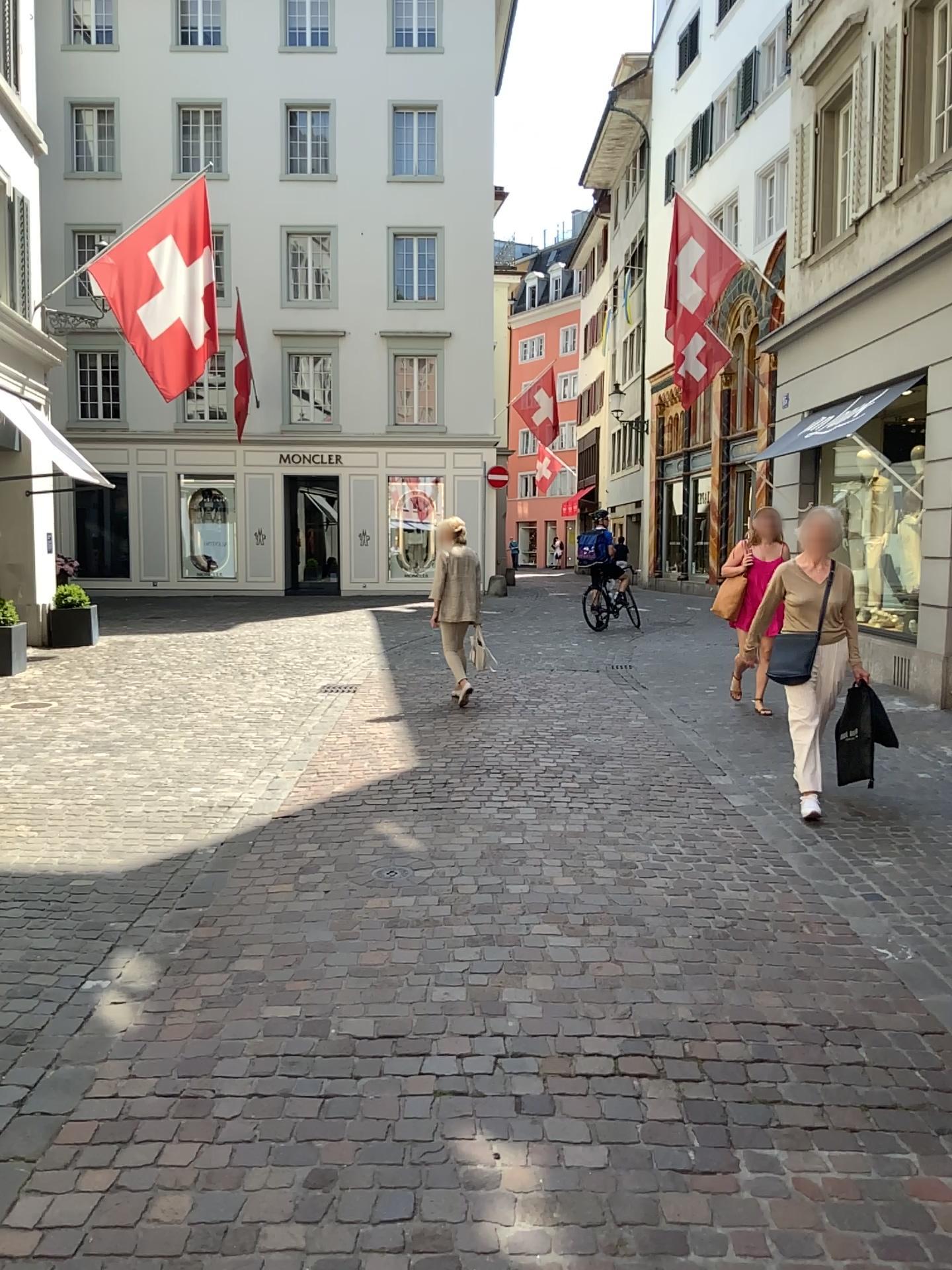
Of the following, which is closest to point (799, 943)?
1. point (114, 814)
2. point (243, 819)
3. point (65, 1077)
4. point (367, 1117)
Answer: point (367, 1117)
